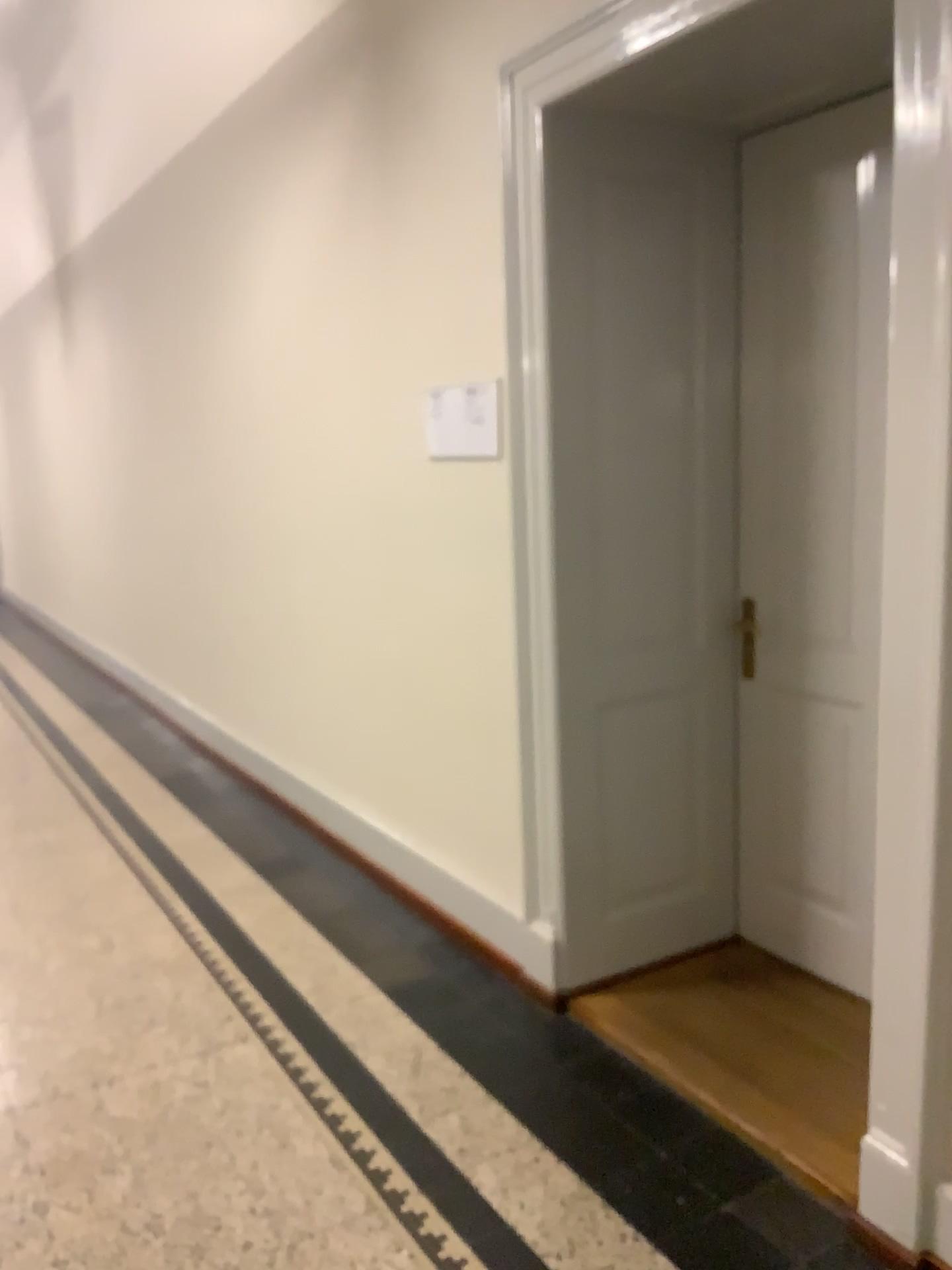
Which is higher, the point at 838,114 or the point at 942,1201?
the point at 838,114

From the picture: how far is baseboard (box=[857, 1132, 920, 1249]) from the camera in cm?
198

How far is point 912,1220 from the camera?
2.0 meters

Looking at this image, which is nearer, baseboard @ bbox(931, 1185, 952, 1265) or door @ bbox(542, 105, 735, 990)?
baseboard @ bbox(931, 1185, 952, 1265)

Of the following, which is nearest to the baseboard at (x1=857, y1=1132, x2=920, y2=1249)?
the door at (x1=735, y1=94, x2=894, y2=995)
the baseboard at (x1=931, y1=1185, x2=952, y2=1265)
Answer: the baseboard at (x1=931, y1=1185, x2=952, y2=1265)

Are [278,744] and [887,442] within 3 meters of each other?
no

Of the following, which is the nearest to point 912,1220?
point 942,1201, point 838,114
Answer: point 942,1201

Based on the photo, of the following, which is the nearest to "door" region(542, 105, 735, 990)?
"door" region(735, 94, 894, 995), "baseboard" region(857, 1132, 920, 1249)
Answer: "door" region(735, 94, 894, 995)

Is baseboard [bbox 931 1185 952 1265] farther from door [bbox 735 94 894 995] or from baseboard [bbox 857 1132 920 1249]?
door [bbox 735 94 894 995]

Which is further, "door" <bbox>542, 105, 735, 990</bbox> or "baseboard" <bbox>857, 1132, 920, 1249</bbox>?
"door" <bbox>542, 105, 735, 990</bbox>
